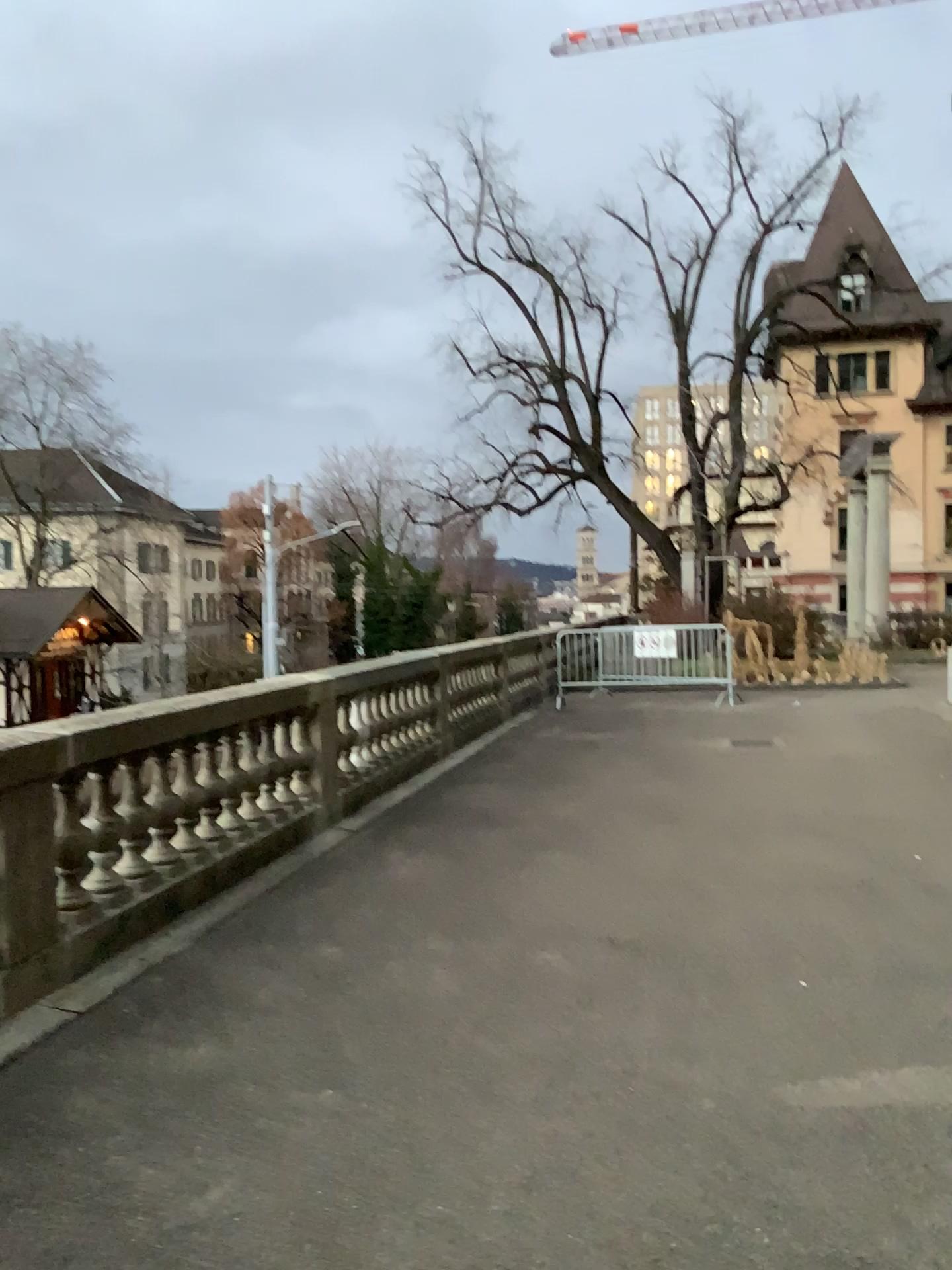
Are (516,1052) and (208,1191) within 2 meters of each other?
yes
